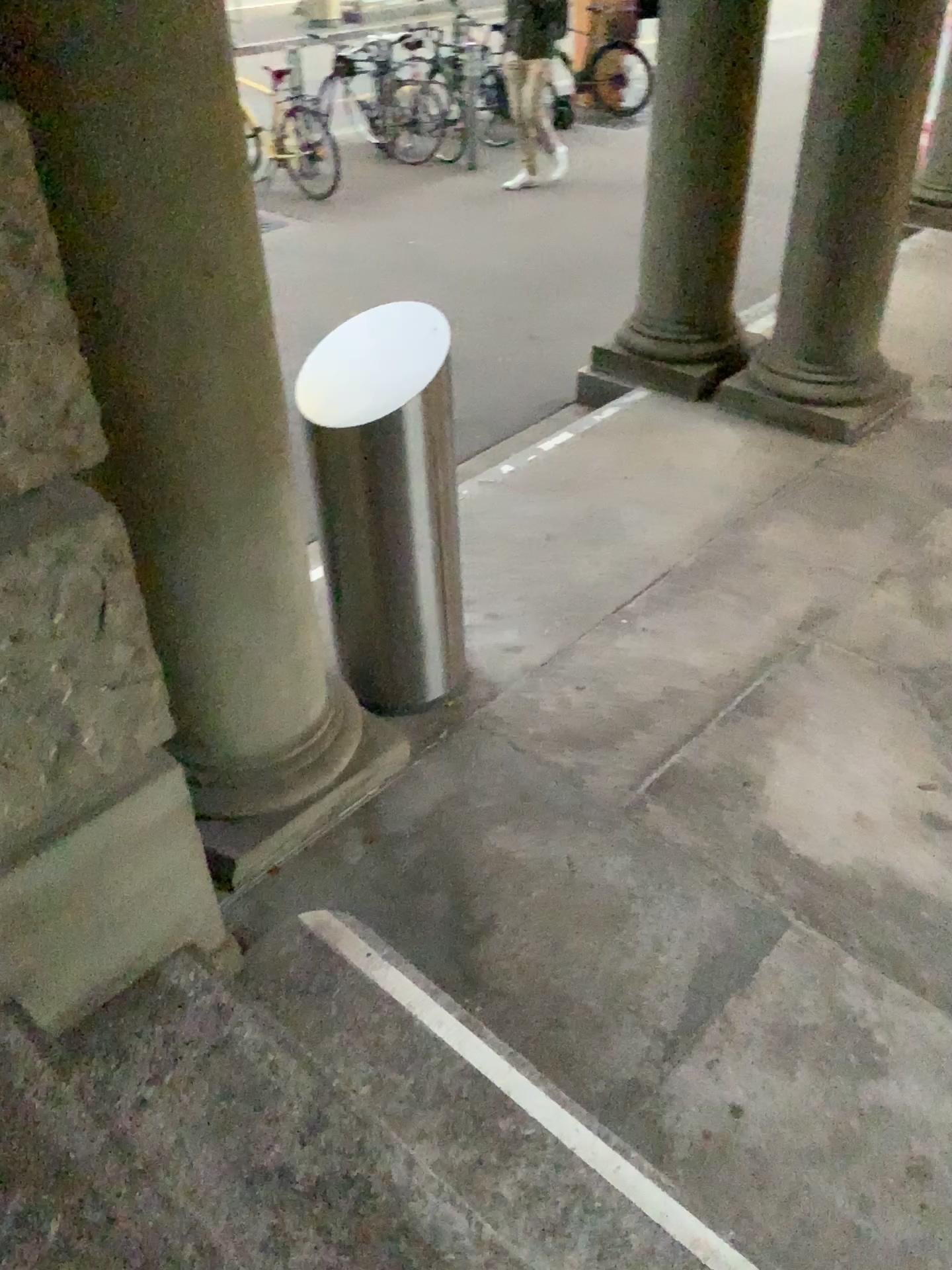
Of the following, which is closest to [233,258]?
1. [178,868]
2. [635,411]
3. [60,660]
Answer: [60,660]

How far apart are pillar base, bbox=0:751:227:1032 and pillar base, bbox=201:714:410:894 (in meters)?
0.37

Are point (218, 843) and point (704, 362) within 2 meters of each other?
no

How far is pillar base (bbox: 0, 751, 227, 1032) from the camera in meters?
1.7

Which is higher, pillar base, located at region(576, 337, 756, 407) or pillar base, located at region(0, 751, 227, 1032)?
pillar base, located at region(0, 751, 227, 1032)

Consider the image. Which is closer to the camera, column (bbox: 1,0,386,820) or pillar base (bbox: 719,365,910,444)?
column (bbox: 1,0,386,820)

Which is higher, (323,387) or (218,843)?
(323,387)

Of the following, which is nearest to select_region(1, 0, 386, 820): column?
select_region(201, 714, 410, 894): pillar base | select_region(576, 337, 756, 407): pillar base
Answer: select_region(201, 714, 410, 894): pillar base

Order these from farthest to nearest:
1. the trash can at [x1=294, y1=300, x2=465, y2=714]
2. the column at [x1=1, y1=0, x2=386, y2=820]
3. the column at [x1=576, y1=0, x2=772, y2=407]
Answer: the column at [x1=576, y1=0, x2=772, y2=407], the trash can at [x1=294, y1=300, x2=465, y2=714], the column at [x1=1, y1=0, x2=386, y2=820]

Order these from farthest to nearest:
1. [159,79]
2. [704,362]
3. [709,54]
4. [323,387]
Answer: [704,362] → [709,54] → [323,387] → [159,79]
